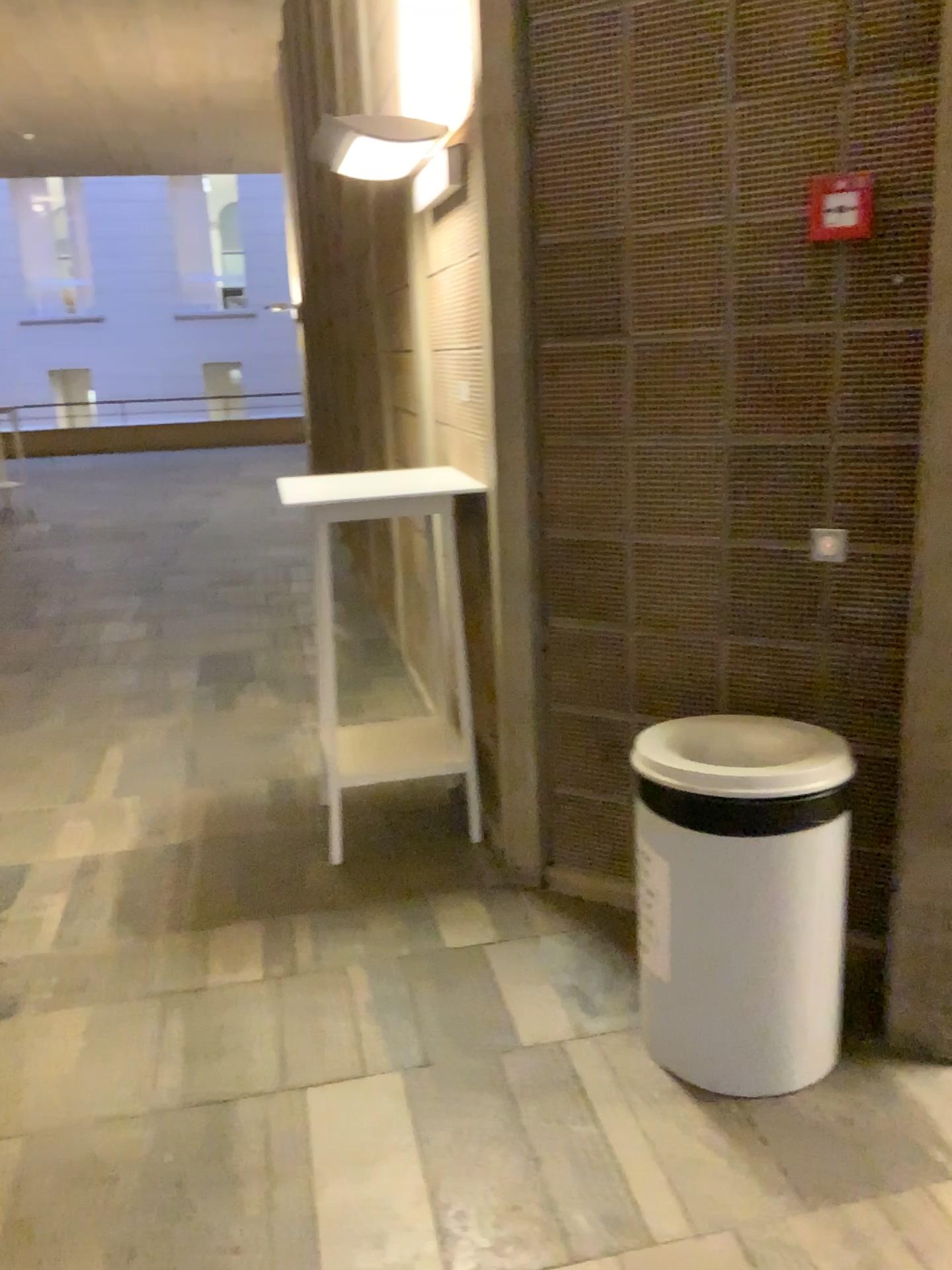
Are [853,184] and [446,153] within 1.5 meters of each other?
yes

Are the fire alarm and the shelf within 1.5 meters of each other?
no

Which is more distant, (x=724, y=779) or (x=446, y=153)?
(x=446, y=153)

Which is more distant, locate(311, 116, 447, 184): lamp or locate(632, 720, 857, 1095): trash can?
locate(311, 116, 447, 184): lamp

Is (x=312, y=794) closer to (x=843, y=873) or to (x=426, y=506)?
(x=426, y=506)

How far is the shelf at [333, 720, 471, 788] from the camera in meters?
3.6 m

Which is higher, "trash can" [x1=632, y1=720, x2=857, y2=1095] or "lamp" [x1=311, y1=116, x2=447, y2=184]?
"lamp" [x1=311, y1=116, x2=447, y2=184]

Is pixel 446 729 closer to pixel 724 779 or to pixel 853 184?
pixel 724 779

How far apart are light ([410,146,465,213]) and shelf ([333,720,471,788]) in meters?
1.7

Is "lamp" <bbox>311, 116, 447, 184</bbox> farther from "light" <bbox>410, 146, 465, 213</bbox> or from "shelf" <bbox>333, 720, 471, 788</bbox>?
"shelf" <bbox>333, 720, 471, 788</bbox>
